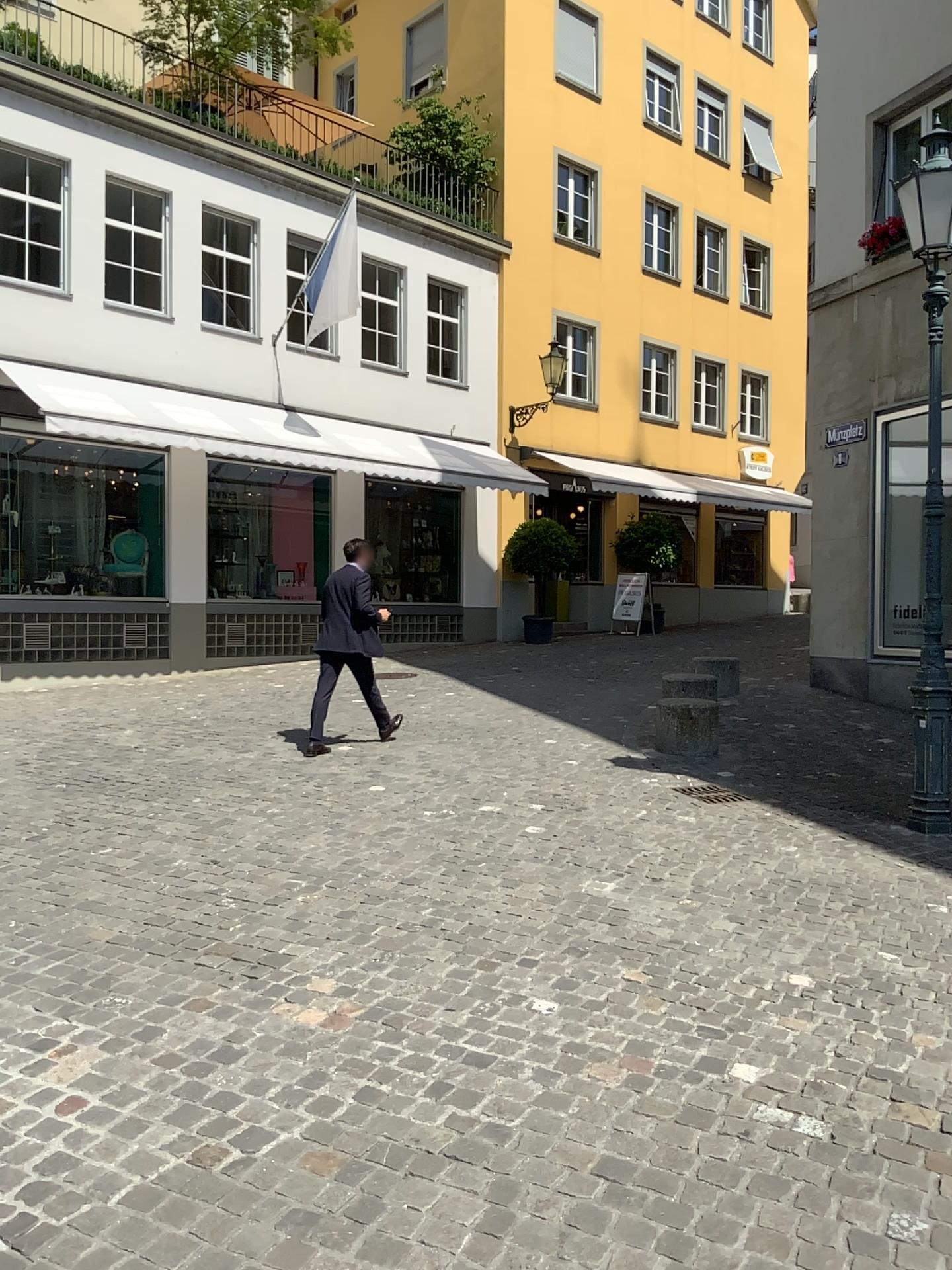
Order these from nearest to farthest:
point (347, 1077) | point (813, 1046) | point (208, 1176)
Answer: point (208, 1176) < point (347, 1077) < point (813, 1046)
